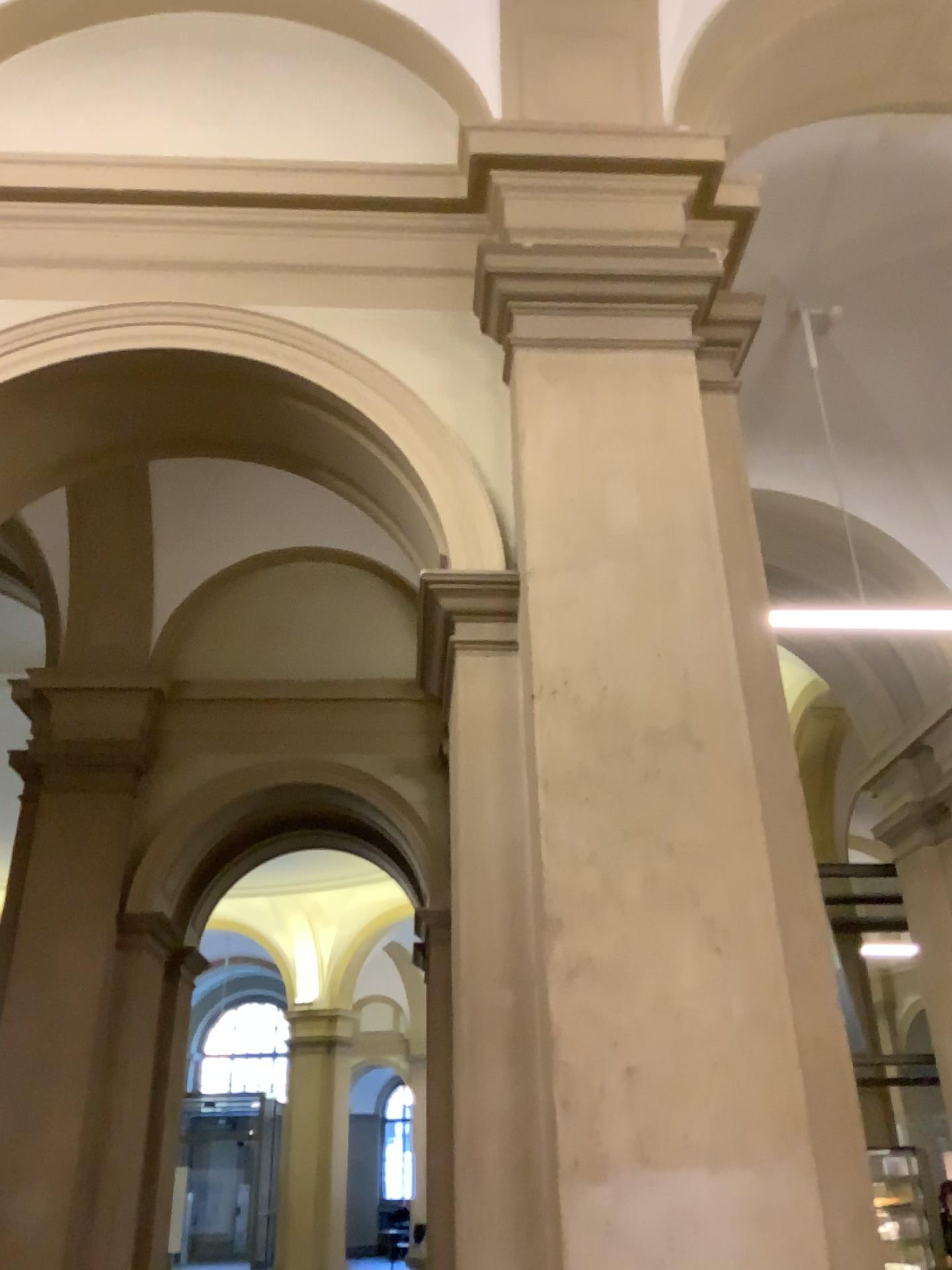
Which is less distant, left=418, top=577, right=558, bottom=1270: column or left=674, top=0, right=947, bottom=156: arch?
left=418, top=577, right=558, bottom=1270: column

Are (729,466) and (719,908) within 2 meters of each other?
yes

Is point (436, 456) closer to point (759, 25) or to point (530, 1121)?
point (530, 1121)

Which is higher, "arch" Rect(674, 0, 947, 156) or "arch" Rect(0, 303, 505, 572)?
"arch" Rect(674, 0, 947, 156)

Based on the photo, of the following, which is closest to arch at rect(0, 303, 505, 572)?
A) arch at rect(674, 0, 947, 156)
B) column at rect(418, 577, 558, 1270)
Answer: column at rect(418, 577, 558, 1270)

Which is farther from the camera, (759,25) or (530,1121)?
(759,25)

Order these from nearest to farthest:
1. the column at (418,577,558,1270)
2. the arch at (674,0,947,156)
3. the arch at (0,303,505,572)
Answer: the column at (418,577,558,1270)
the arch at (0,303,505,572)
the arch at (674,0,947,156)

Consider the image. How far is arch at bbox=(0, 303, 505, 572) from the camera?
3.13m

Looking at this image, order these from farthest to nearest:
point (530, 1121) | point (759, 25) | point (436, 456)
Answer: point (759, 25) → point (436, 456) → point (530, 1121)

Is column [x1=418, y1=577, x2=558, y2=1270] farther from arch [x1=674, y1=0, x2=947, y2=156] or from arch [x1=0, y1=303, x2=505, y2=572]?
arch [x1=674, y1=0, x2=947, y2=156]
